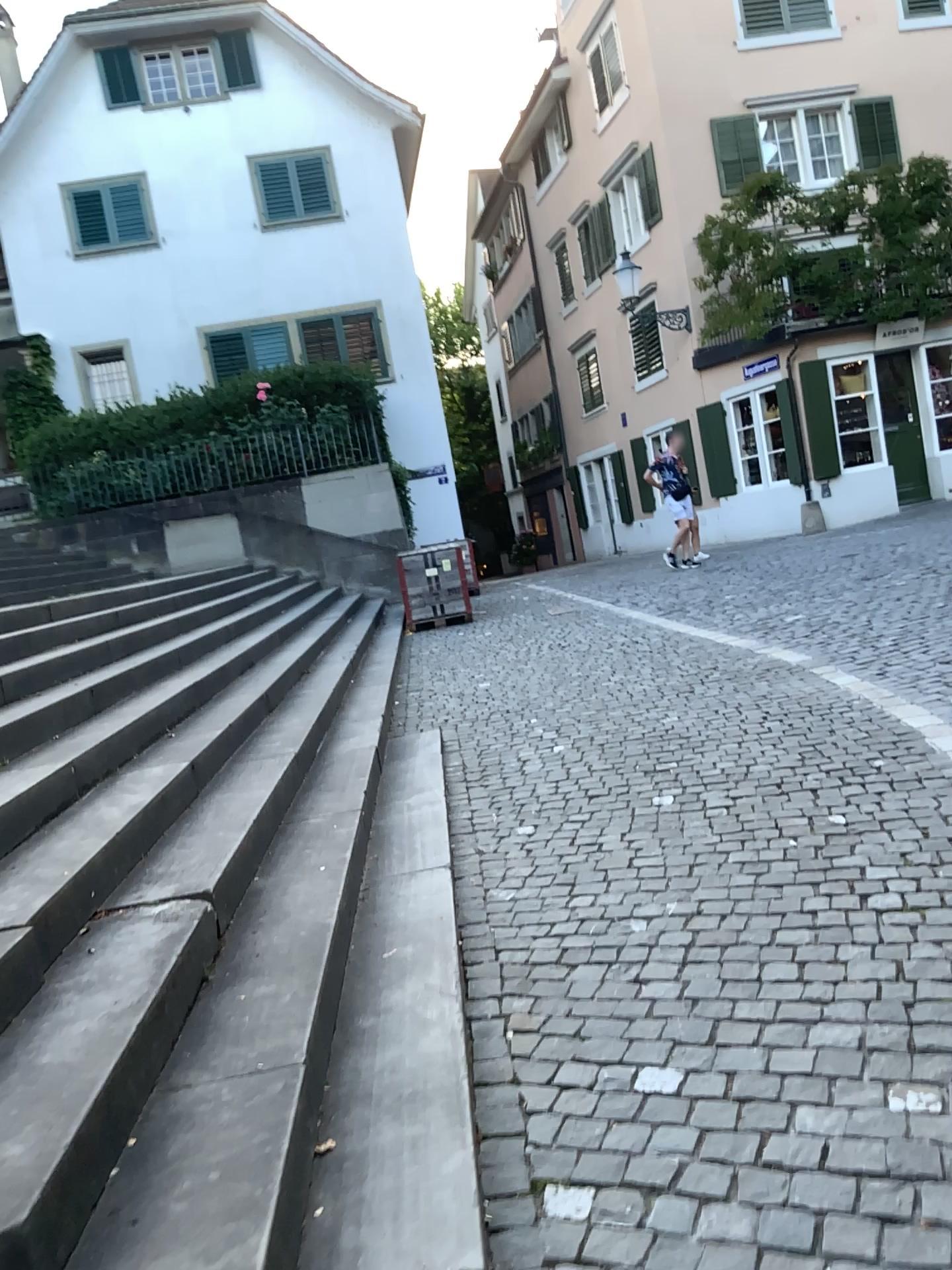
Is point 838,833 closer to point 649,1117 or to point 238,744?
point 649,1117
